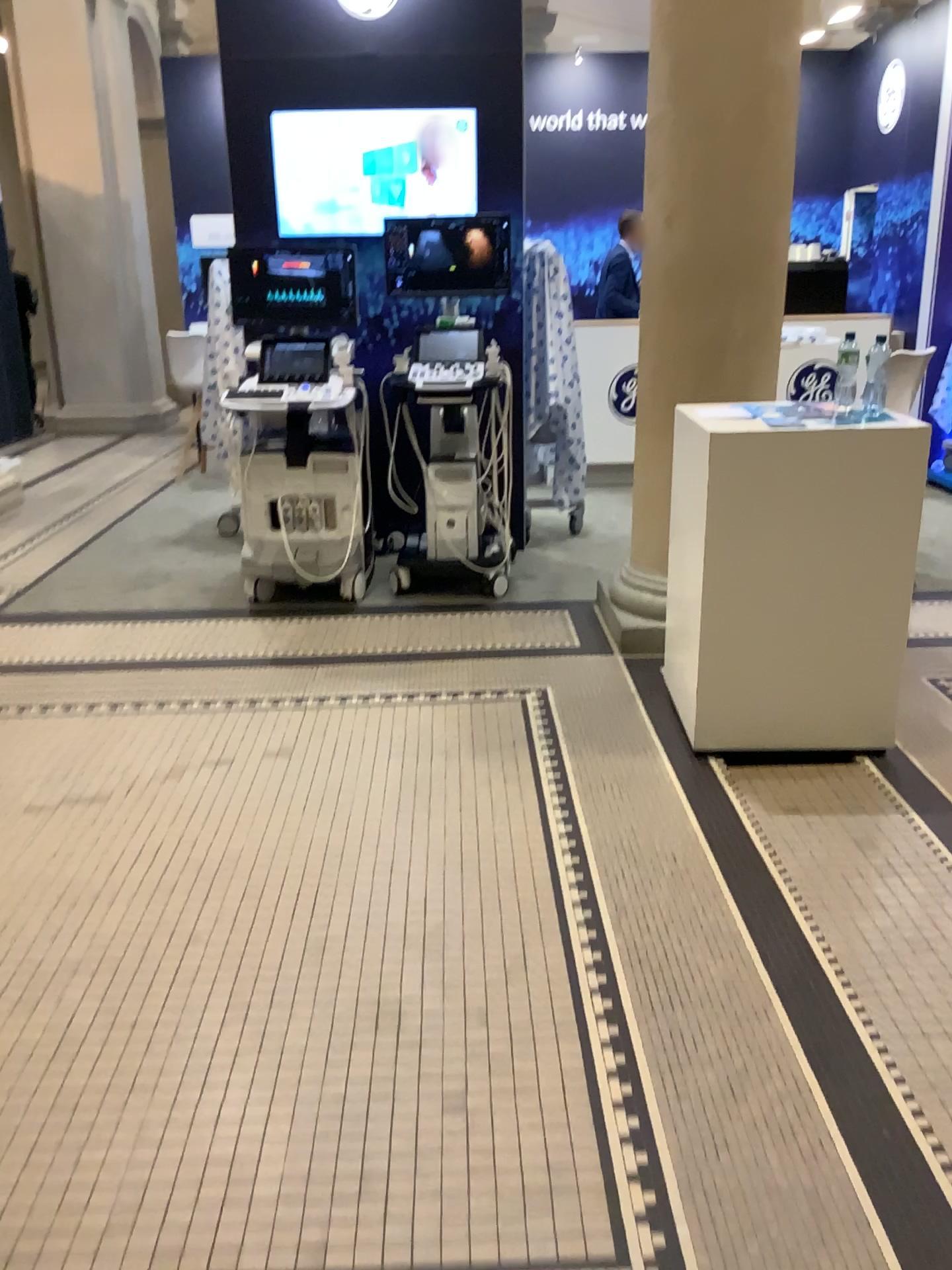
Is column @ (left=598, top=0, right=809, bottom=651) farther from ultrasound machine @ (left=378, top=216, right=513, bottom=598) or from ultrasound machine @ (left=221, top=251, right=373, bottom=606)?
ultrasound machine @ (left=221, top=251, right=373, bottom=606)

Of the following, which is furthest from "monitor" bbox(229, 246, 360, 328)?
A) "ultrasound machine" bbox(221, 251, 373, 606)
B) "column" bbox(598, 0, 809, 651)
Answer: "column" bbox(598, 0, 809, 651)

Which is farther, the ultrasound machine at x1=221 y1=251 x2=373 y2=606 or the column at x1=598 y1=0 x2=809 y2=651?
the ultrasound machine at x1=221 y1=251 x2=373 y2=606

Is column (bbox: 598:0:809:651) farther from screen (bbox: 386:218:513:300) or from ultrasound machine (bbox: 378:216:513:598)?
screen (bbox: 386:218:513:300)

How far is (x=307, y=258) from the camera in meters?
4.7 m

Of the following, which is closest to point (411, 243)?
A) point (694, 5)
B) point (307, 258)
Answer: point (307, 258)

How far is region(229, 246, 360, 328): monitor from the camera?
4.68m

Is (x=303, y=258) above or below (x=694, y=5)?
below

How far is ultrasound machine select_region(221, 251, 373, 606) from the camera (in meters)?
4.68

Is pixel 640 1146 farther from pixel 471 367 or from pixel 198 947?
pixel 471 367
